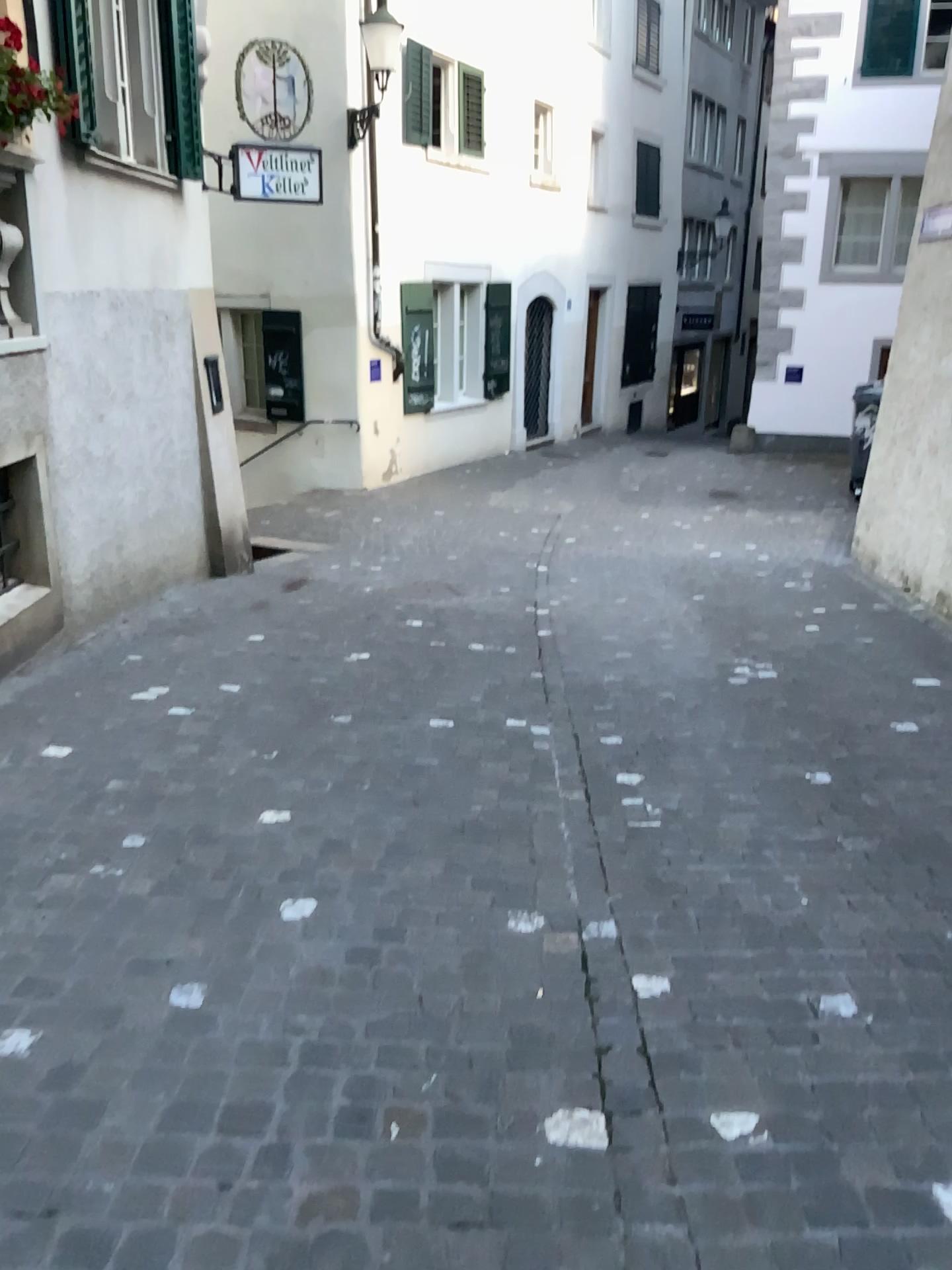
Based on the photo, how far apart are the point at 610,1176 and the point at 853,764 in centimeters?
256cm
